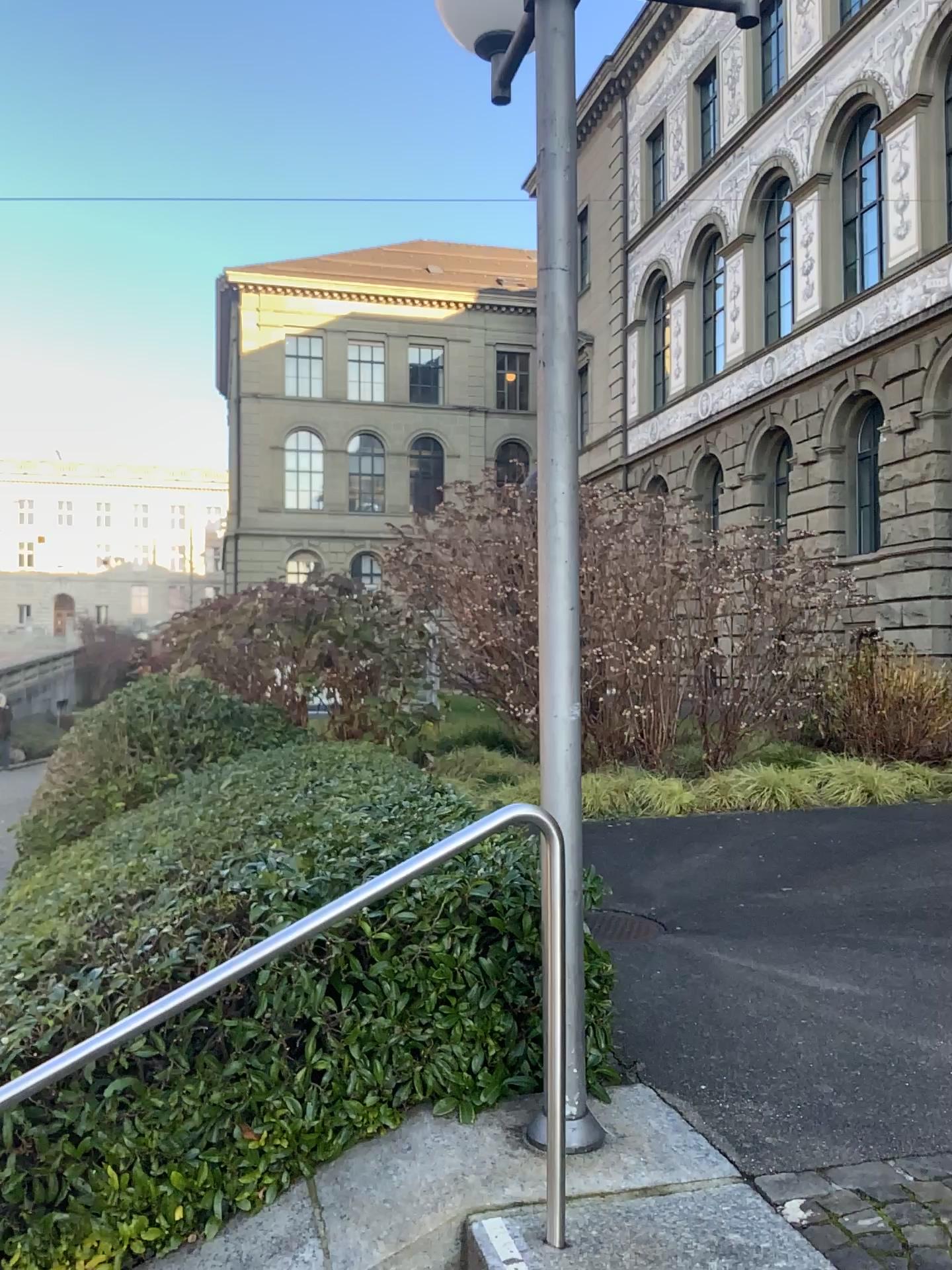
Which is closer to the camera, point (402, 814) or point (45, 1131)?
point (45, 1131)
